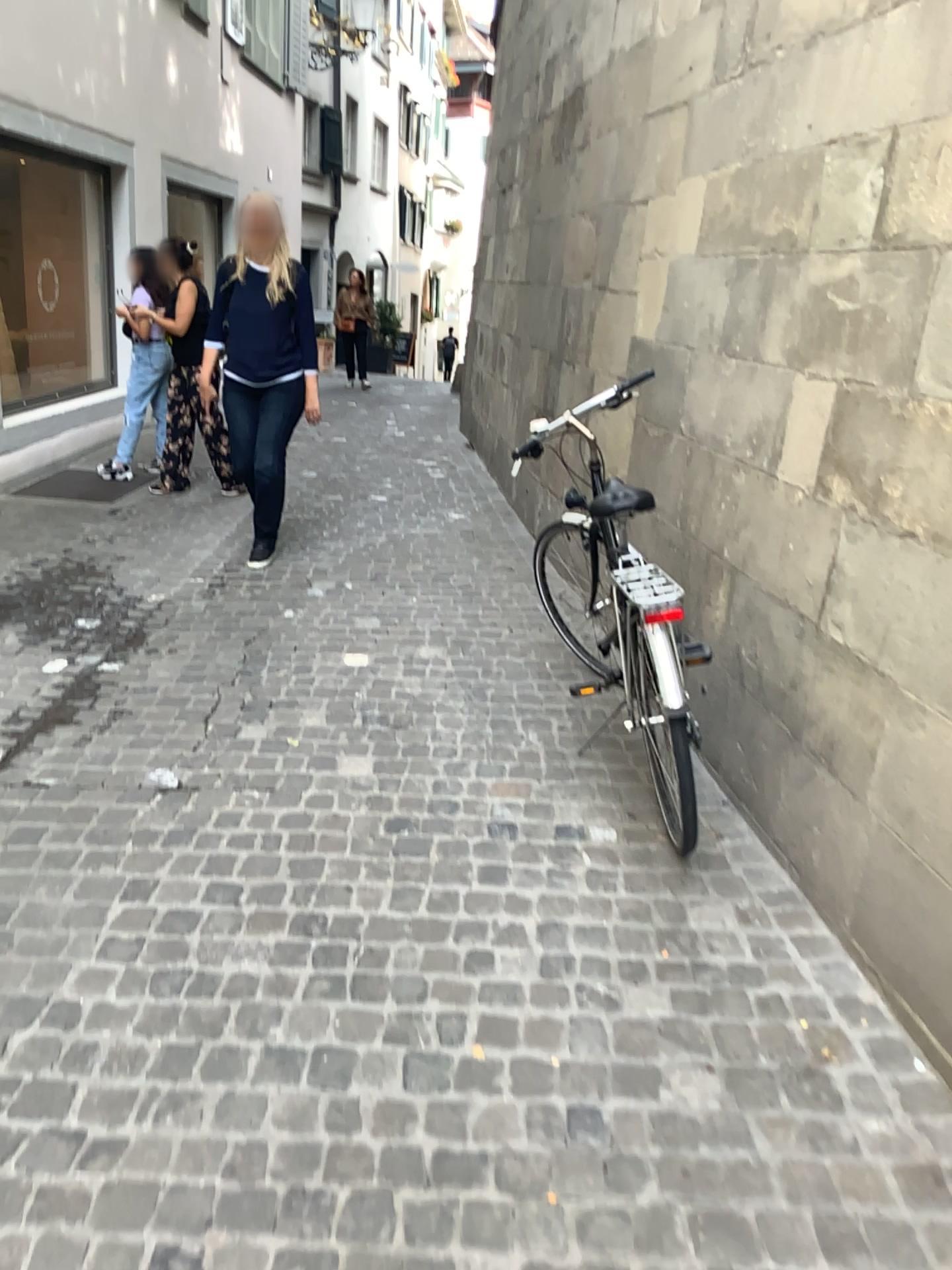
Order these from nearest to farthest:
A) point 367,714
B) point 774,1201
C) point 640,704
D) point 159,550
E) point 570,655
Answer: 1. point 774,1201
2. point 640,704
3. point 367,714
4. point 570,655
5. point 159,550
